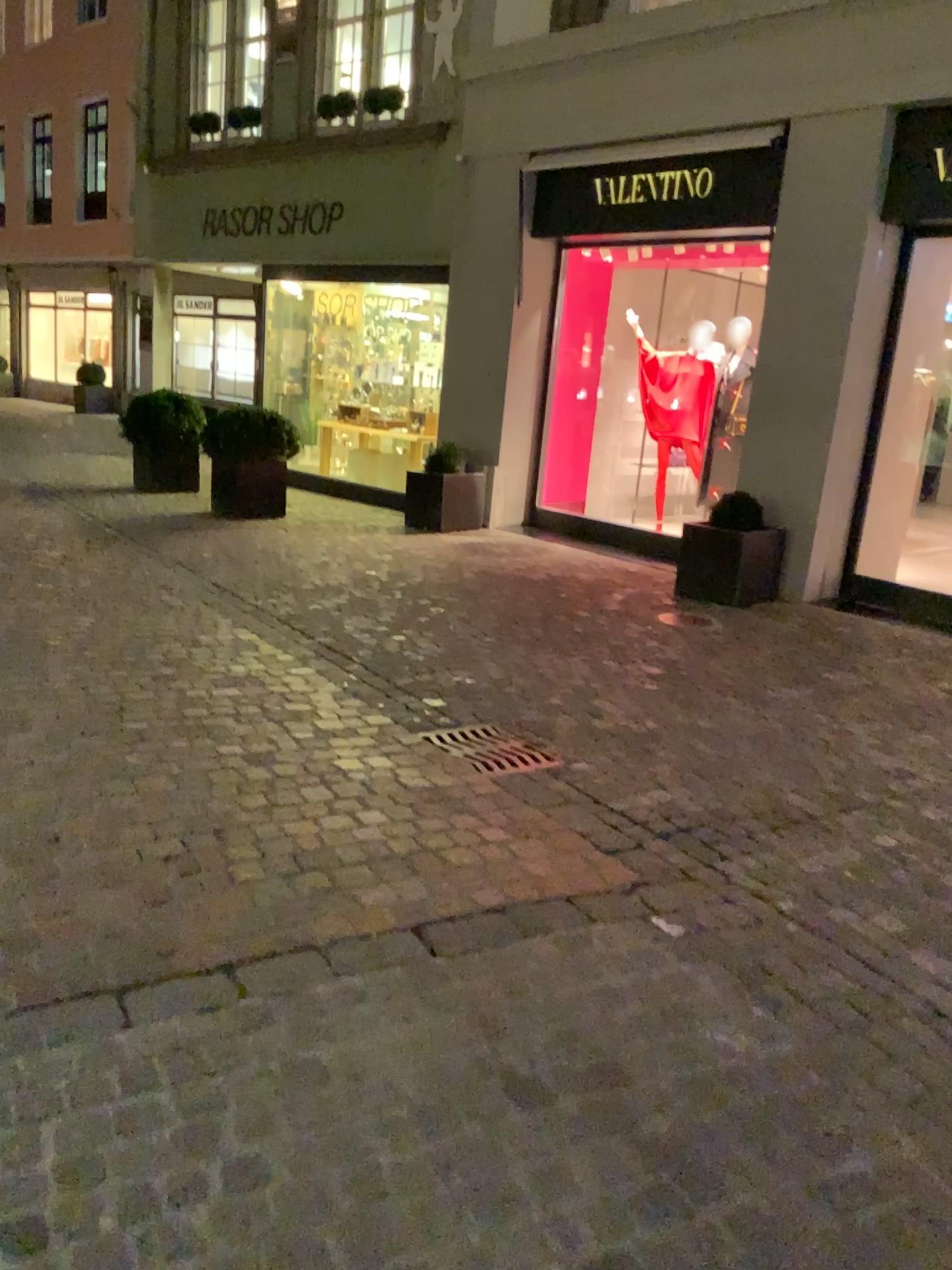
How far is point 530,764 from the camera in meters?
3.9 m

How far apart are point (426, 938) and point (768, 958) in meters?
0.9

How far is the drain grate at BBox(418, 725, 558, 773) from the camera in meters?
3.9 m
